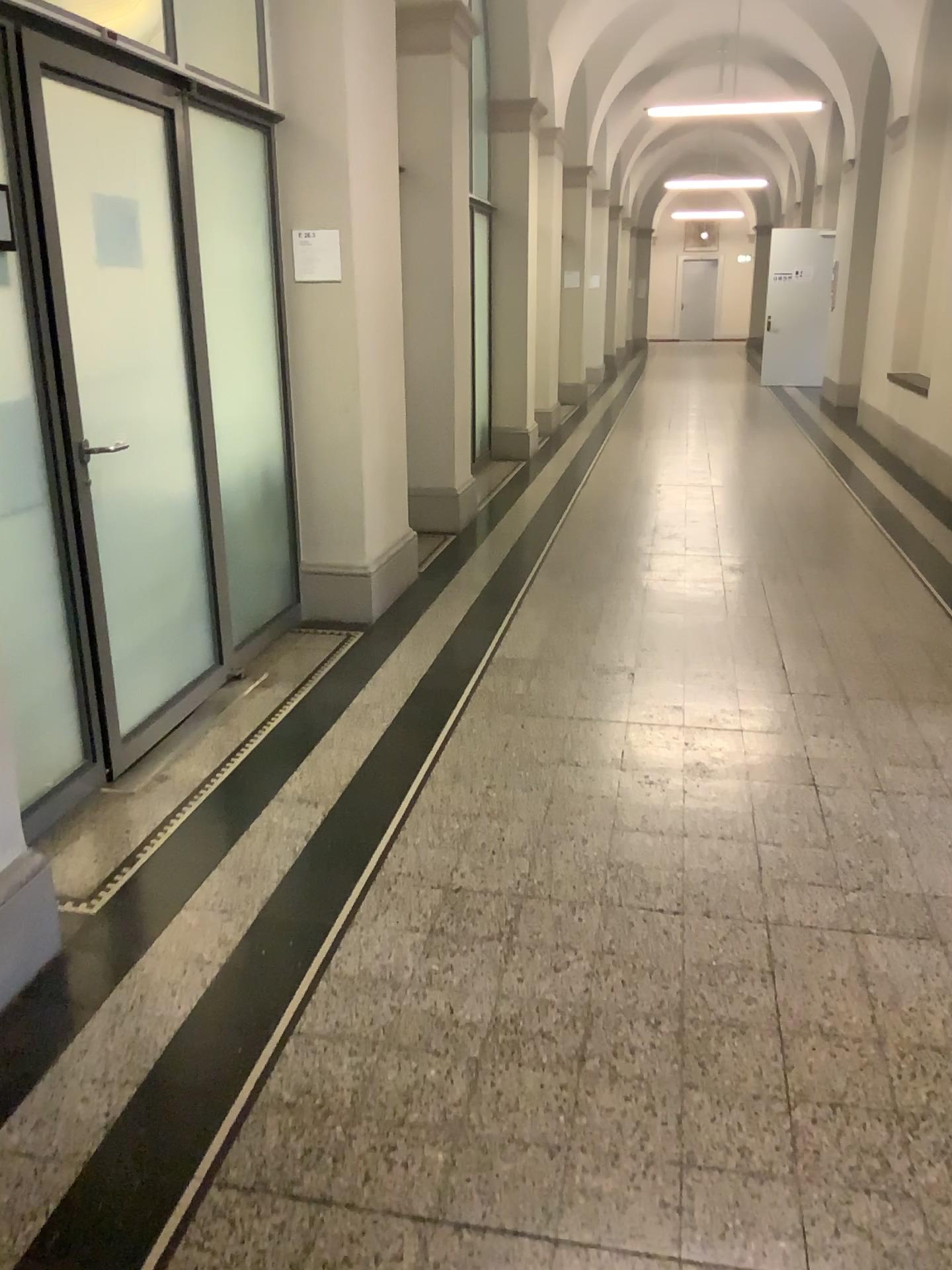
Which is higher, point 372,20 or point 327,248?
point 372,20

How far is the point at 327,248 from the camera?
4.5m

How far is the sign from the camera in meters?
4.5 m

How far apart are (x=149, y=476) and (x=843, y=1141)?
2.8m
